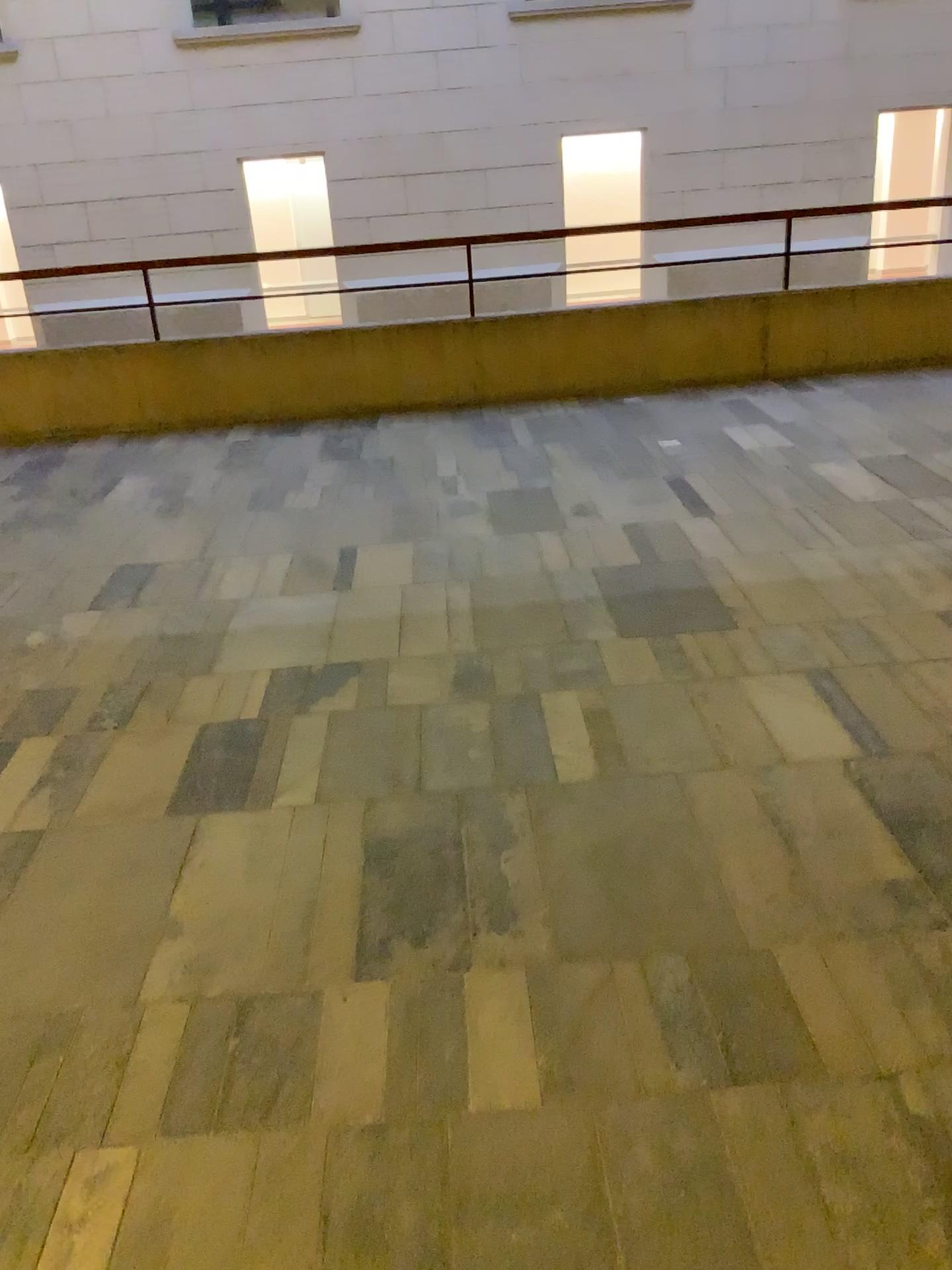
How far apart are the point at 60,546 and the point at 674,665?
2.7m
